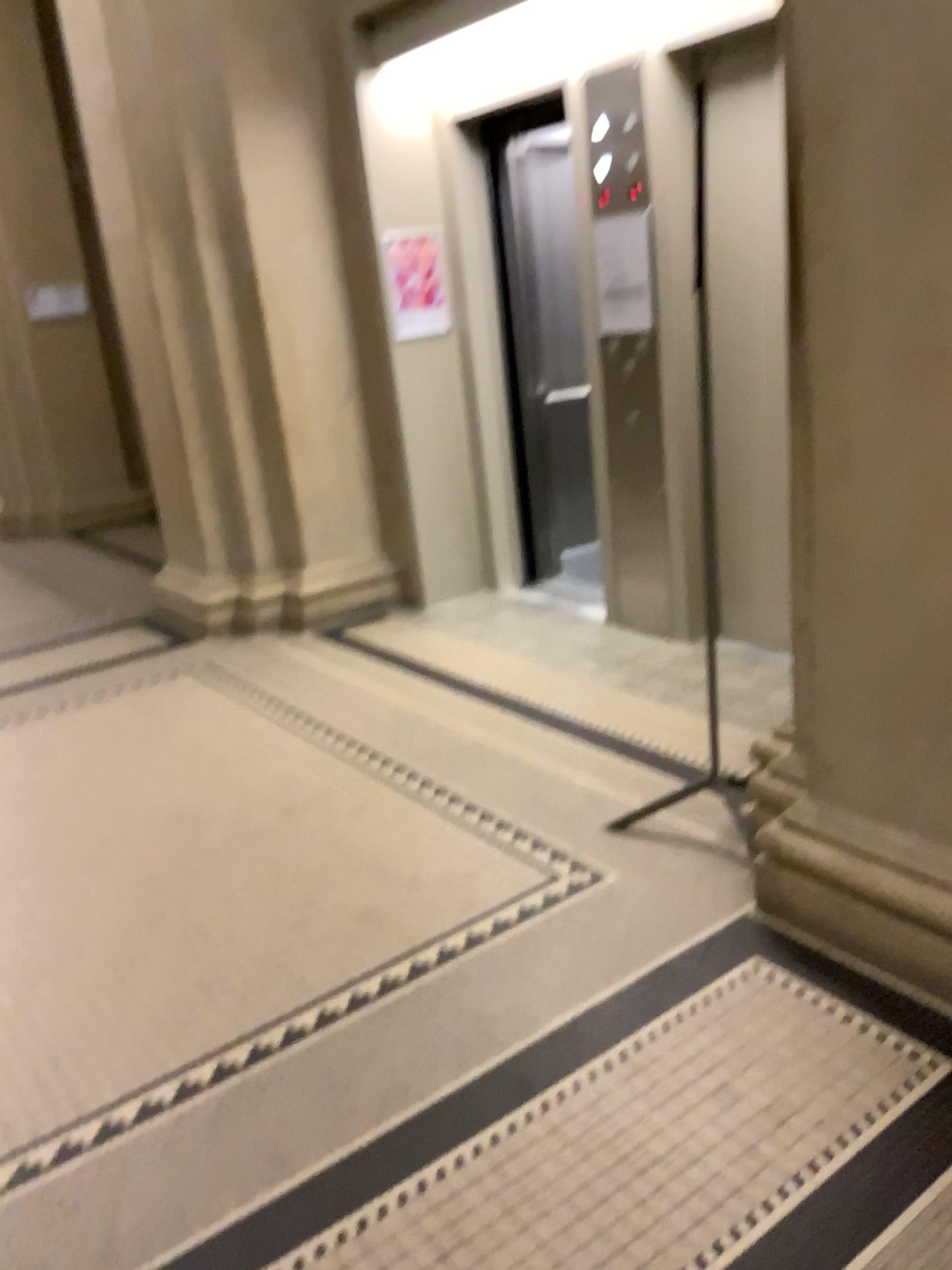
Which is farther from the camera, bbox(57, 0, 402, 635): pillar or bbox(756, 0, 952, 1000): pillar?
bbox(57, 0, 402, 635): pillar

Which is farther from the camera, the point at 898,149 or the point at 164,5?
the point at 164,5

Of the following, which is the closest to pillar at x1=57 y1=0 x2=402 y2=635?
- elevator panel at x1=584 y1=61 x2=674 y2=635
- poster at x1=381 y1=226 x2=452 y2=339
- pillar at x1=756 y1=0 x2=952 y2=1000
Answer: poster at x1=381 y1=226 x2=452 y2=339

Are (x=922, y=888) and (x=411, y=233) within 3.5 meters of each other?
no

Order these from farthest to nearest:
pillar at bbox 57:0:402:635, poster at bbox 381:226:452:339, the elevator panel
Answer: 1. poster at bbox 381:226:452:339
2. pillar at bbox 57:0:402:635
3. the elevator panel

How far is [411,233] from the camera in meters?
4.9 m

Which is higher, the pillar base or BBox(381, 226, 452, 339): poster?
BBox(381, 226, 452, 339): poster

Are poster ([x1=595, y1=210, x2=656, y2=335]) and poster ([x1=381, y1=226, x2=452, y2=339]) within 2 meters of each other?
yes

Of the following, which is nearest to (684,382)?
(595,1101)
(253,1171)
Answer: (595,1101)

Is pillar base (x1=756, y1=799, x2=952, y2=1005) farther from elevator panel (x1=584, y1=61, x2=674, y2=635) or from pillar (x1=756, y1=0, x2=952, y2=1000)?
elevator panel (x1=584, y1=61, x2=674, y2=635)
